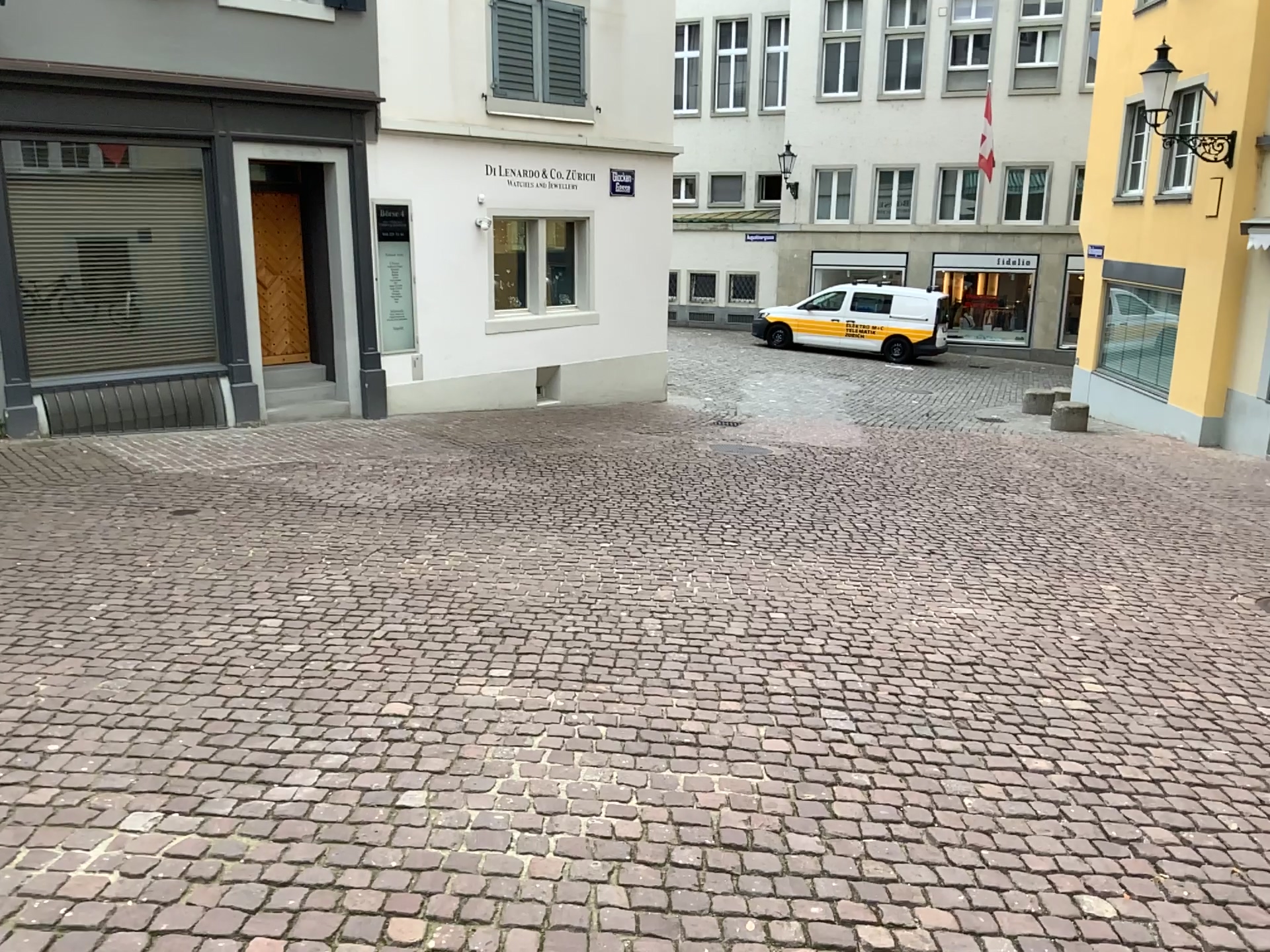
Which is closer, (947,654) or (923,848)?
(923,848)
